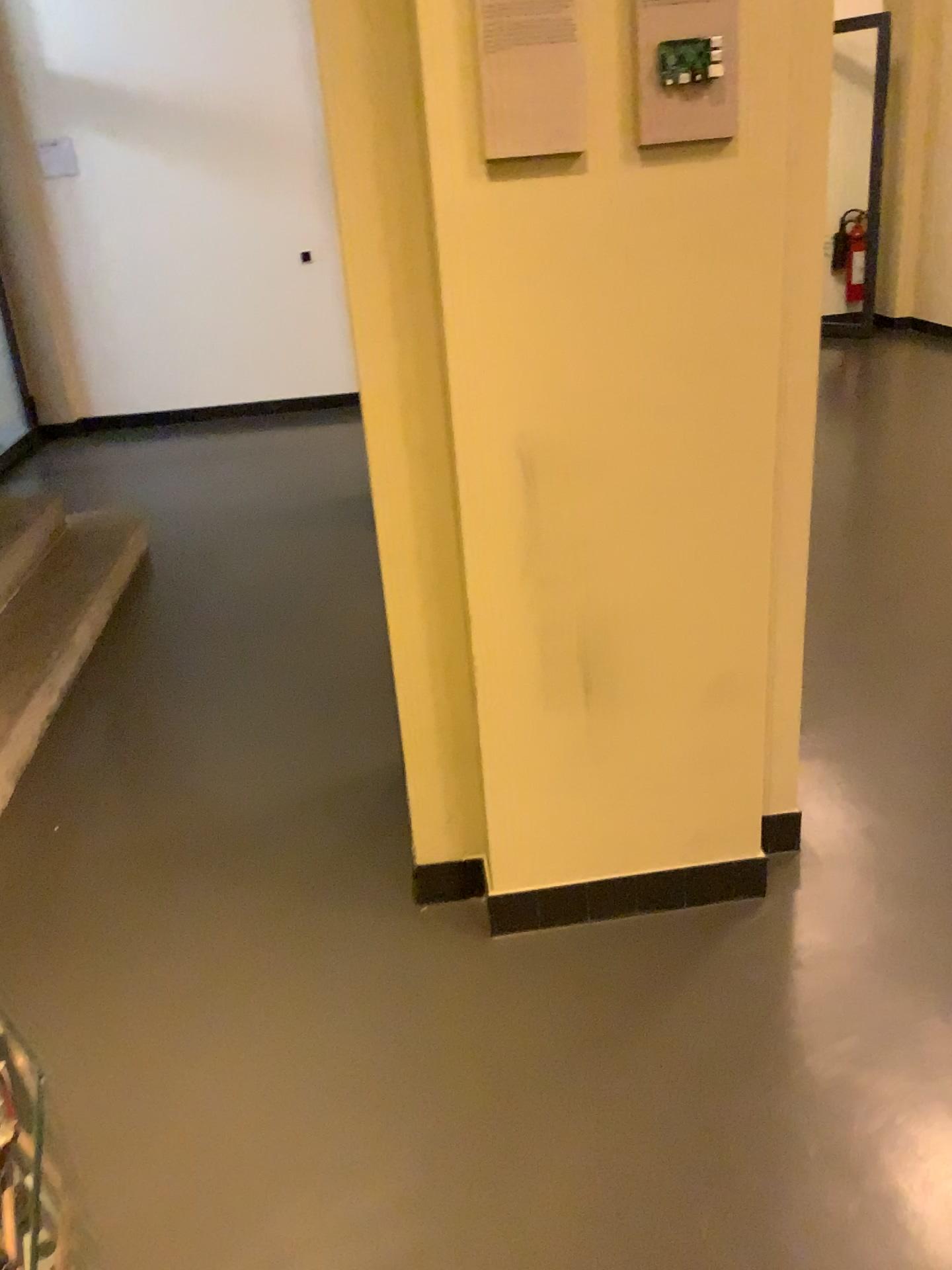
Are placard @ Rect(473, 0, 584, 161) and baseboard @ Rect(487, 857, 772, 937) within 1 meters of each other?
no

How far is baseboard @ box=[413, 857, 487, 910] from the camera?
2.2m

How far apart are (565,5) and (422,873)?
1.6 meters

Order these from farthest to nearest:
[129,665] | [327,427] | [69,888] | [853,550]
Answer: [327,427], [853,550], [129,665], [69,888]

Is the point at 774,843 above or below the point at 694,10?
below

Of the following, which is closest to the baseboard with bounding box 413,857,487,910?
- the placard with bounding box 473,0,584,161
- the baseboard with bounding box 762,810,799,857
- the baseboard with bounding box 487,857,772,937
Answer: the baseboard with bounding box 487,857,772,937

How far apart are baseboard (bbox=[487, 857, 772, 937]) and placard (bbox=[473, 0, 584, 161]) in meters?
1.3 m

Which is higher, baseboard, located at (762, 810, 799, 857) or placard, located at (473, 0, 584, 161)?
placard, located at (473, 0, 584, 161)

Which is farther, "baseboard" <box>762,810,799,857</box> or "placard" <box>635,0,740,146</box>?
"baseboard" <box>762,810,799,857</box>

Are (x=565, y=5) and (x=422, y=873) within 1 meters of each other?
no
